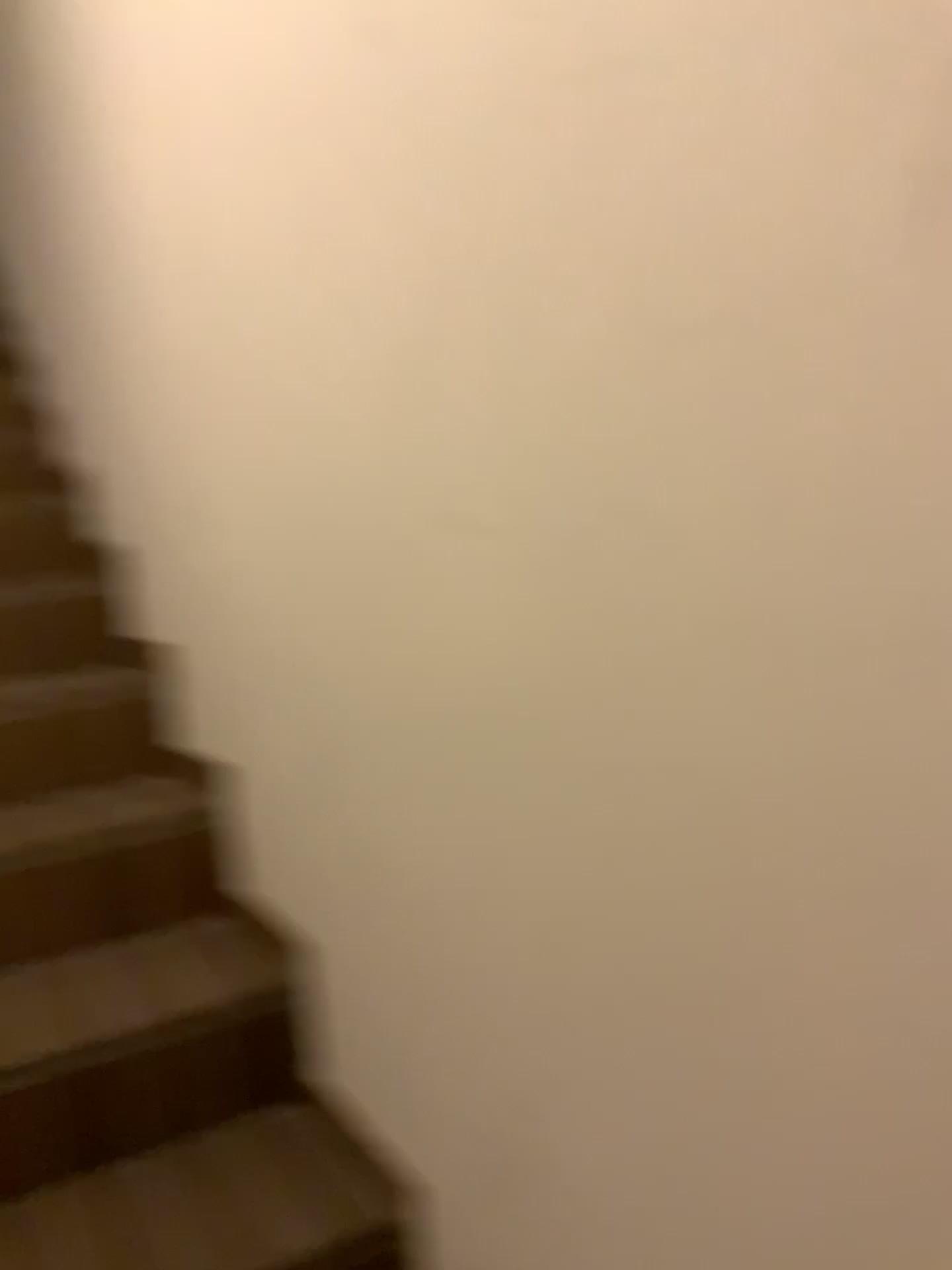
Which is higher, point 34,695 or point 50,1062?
point 34,695

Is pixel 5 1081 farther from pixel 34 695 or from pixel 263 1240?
pixel 34 695

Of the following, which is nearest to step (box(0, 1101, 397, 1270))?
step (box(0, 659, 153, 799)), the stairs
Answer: the stairs

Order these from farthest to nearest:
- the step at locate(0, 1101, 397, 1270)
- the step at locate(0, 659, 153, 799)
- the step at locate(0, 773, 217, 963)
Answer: the step at locate(0, 659, 153, 799), the step at locate(0, 773, 217, 963), the step at locate(0, 1101, 397, 1270)

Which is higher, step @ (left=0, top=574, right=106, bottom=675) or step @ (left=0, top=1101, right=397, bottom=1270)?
step @ (left=0, top=574, right=106, bottom=675)

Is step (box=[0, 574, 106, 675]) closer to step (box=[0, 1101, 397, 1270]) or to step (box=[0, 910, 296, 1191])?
step (box=[0, 910, 296, 1191])

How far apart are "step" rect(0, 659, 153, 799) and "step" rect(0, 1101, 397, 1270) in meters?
0.7 m

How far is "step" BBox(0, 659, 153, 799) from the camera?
1.8m

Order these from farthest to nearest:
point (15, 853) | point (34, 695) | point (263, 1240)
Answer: point (34, 695)
point (15, 853)
point (263, 1240)

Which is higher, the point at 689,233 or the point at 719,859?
the point at 689,233
